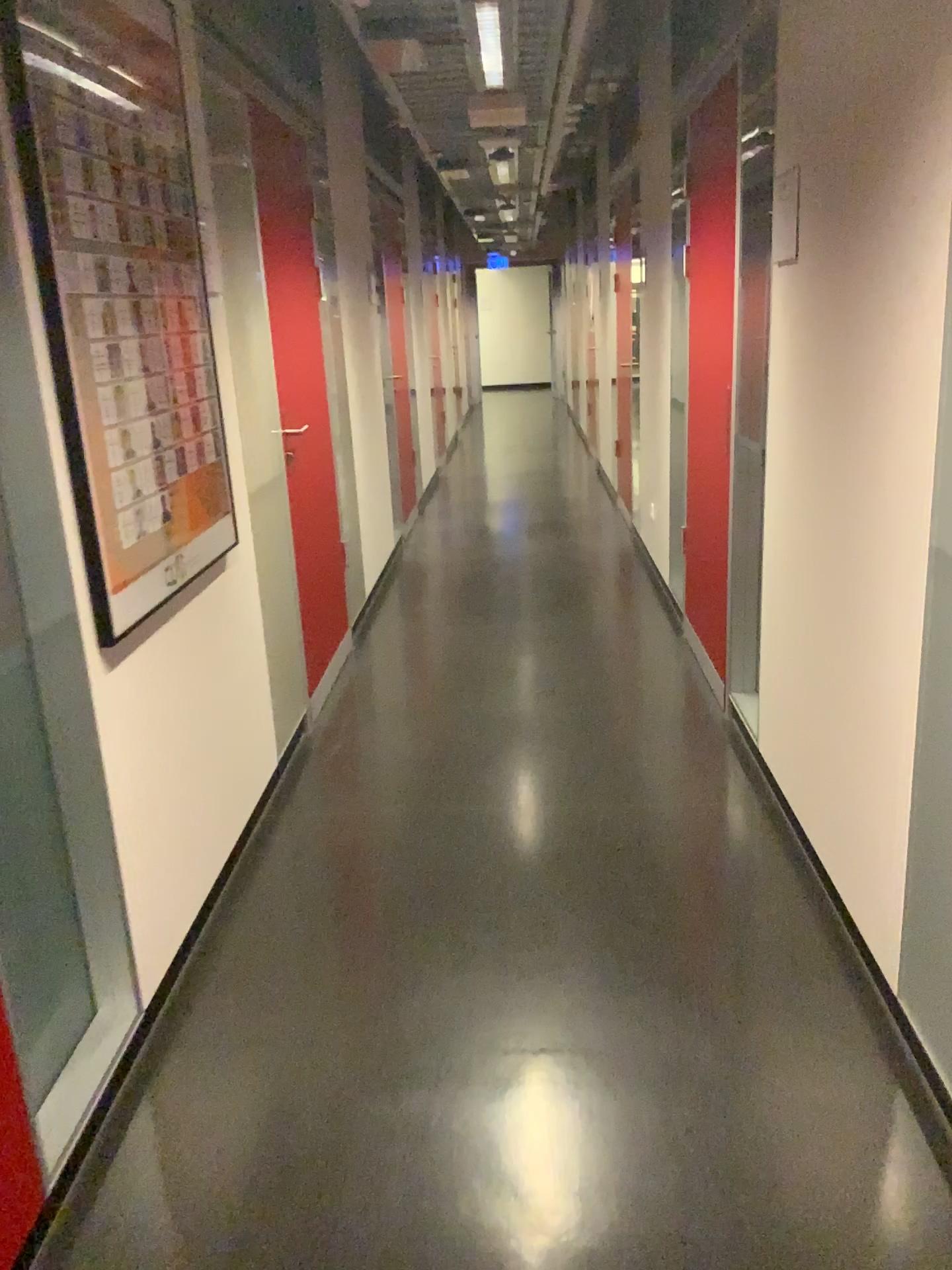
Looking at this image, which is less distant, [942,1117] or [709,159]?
[942,1117]

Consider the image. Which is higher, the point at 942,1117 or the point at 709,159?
the point at 709,159

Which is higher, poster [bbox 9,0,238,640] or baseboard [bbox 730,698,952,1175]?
poster [bbox 9,0,238,640]

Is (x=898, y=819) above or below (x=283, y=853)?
above

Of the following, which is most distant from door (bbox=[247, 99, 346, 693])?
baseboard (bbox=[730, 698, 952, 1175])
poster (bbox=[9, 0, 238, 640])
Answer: baseboard (bbox=[730, 698, 952, 1175])

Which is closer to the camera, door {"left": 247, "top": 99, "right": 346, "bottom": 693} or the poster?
the poster

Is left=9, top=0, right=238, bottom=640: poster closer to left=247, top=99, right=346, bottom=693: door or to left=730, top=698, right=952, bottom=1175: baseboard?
left=247, top=99, right=346, bottom=693: door

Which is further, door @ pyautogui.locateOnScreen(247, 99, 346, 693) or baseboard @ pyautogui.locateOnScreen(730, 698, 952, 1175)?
door @ pyautogui.locateOnScreen(247, 99, 346, 693)

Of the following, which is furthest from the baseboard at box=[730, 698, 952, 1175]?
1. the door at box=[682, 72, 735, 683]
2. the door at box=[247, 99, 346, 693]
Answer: the door at box=[247, 99, 346, 693]

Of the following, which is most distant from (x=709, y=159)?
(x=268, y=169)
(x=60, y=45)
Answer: (x=60, y=45)
